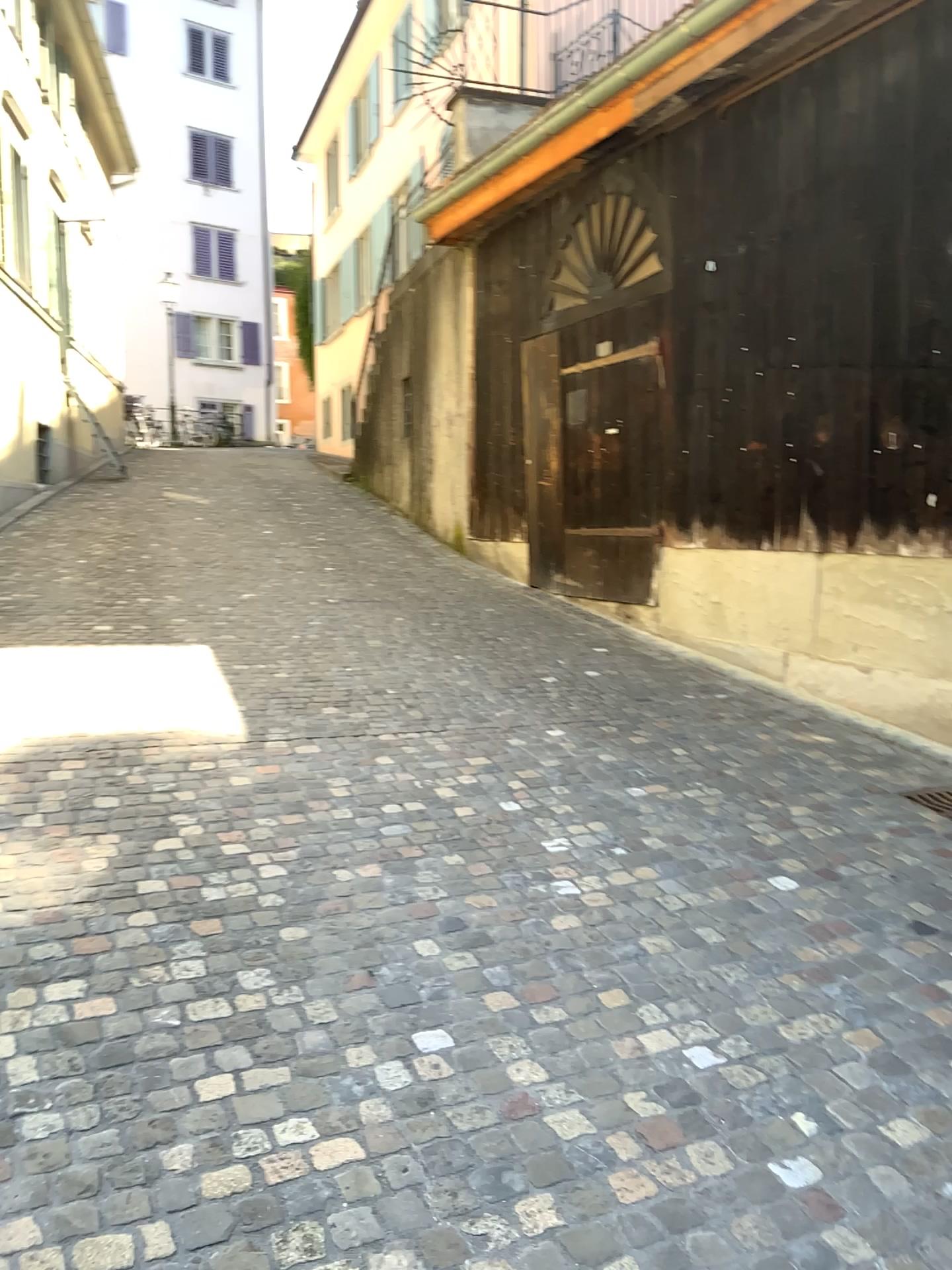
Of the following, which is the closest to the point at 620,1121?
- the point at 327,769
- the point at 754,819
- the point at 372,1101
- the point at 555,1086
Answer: the point at 555,1086
